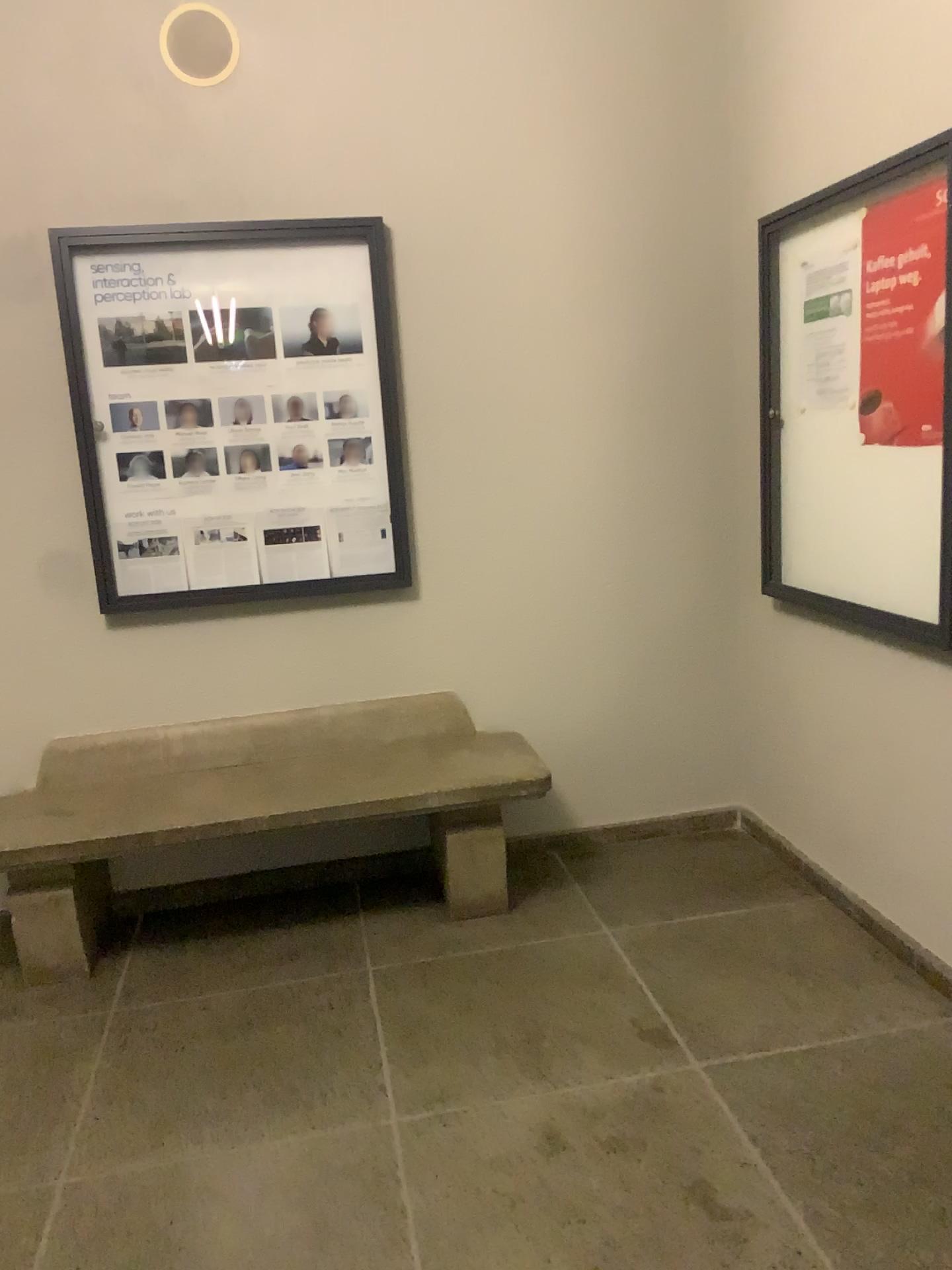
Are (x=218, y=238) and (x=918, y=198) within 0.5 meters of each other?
no

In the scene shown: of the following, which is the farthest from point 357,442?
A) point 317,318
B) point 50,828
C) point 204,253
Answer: point 50,828

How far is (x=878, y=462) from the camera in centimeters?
268cm

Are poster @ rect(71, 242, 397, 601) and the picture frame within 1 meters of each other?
yes

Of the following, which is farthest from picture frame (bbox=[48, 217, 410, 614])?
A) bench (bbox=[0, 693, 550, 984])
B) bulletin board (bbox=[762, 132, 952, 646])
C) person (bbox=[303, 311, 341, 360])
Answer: bulletin board (bbox=[762, 132, 952, 646])

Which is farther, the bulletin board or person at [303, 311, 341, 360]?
person at [303, 311, 341, 360]

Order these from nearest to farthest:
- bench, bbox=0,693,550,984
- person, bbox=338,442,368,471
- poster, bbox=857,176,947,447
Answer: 1. poster, bbox=857,176,947,447
2. bench, bbox=0,693,550,984
3. person, bbox=338,442,368,471

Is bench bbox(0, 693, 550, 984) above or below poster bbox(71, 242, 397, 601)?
below

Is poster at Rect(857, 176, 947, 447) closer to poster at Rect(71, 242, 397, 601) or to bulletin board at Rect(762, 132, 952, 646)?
bulletin board at Rect(762, 132, 952, 646)

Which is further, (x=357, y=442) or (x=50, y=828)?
(x=357, y=442)
